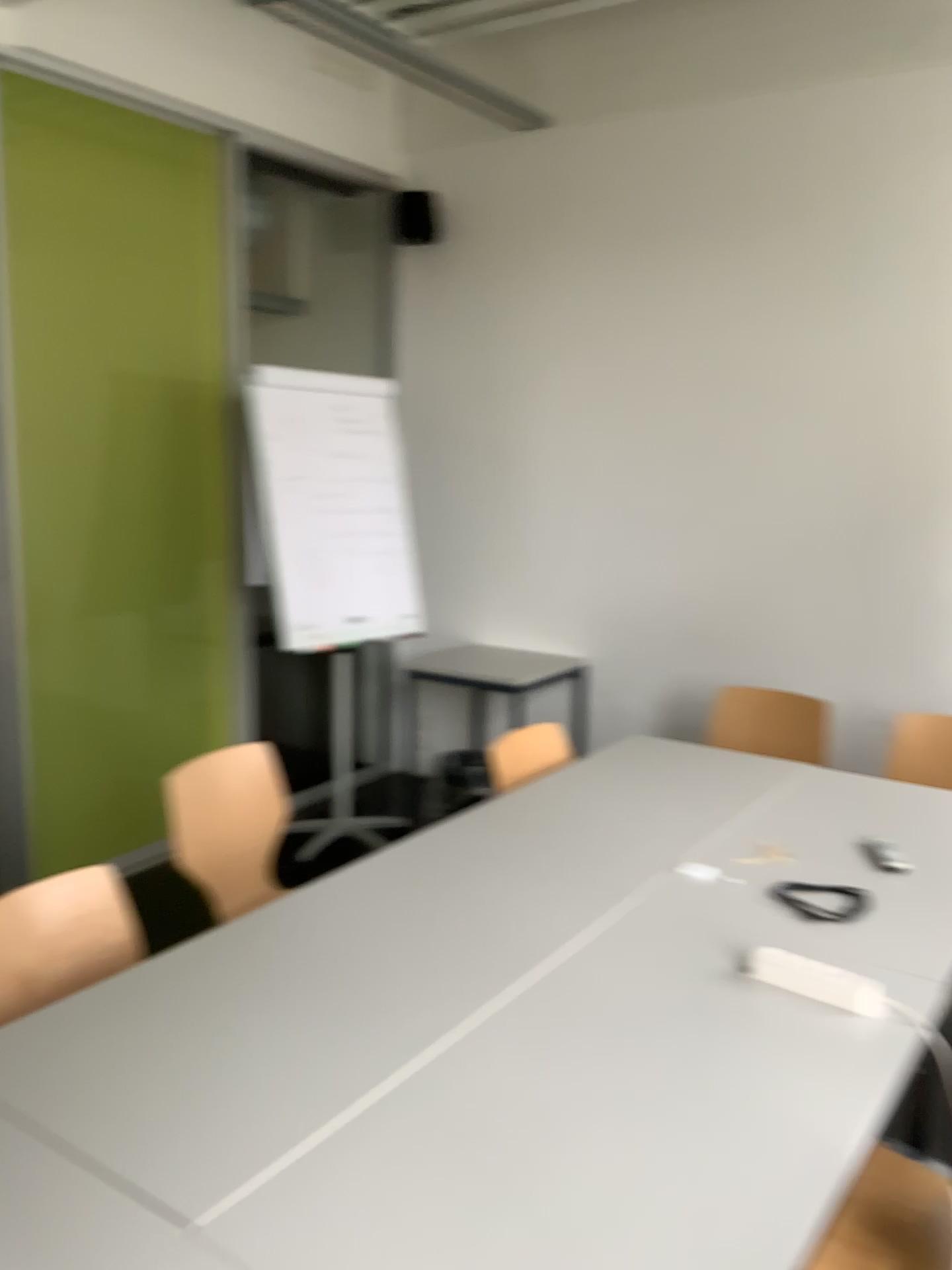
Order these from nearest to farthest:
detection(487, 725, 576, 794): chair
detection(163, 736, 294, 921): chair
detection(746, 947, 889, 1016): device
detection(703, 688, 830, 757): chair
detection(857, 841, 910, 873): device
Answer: detection(746, 947, 889, 1016): device → detection(857, 841, 910, 873): device → detection(163, 736, 294, 921): chair → detection(487, 725, 576, 794): chair → detection(703, 688, 830, 757): chair

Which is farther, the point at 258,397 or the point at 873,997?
the point at 258,397

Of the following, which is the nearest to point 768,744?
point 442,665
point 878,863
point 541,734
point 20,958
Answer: point 541,734

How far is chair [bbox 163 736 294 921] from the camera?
2.7 meters

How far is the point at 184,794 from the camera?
2.7m

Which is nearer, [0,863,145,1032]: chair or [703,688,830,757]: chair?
[0,863,145,1032]: chair

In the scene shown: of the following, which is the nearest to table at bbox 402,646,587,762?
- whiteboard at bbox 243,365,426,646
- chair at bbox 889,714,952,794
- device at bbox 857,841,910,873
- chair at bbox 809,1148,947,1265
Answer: whiteboard at bbox 243,365,426,646

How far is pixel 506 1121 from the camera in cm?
146

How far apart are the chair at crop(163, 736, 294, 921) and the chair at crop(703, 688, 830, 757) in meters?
1.6

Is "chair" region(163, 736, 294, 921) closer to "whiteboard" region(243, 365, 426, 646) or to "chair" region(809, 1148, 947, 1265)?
"whiteboard" region(243, 365, 426, 646)
